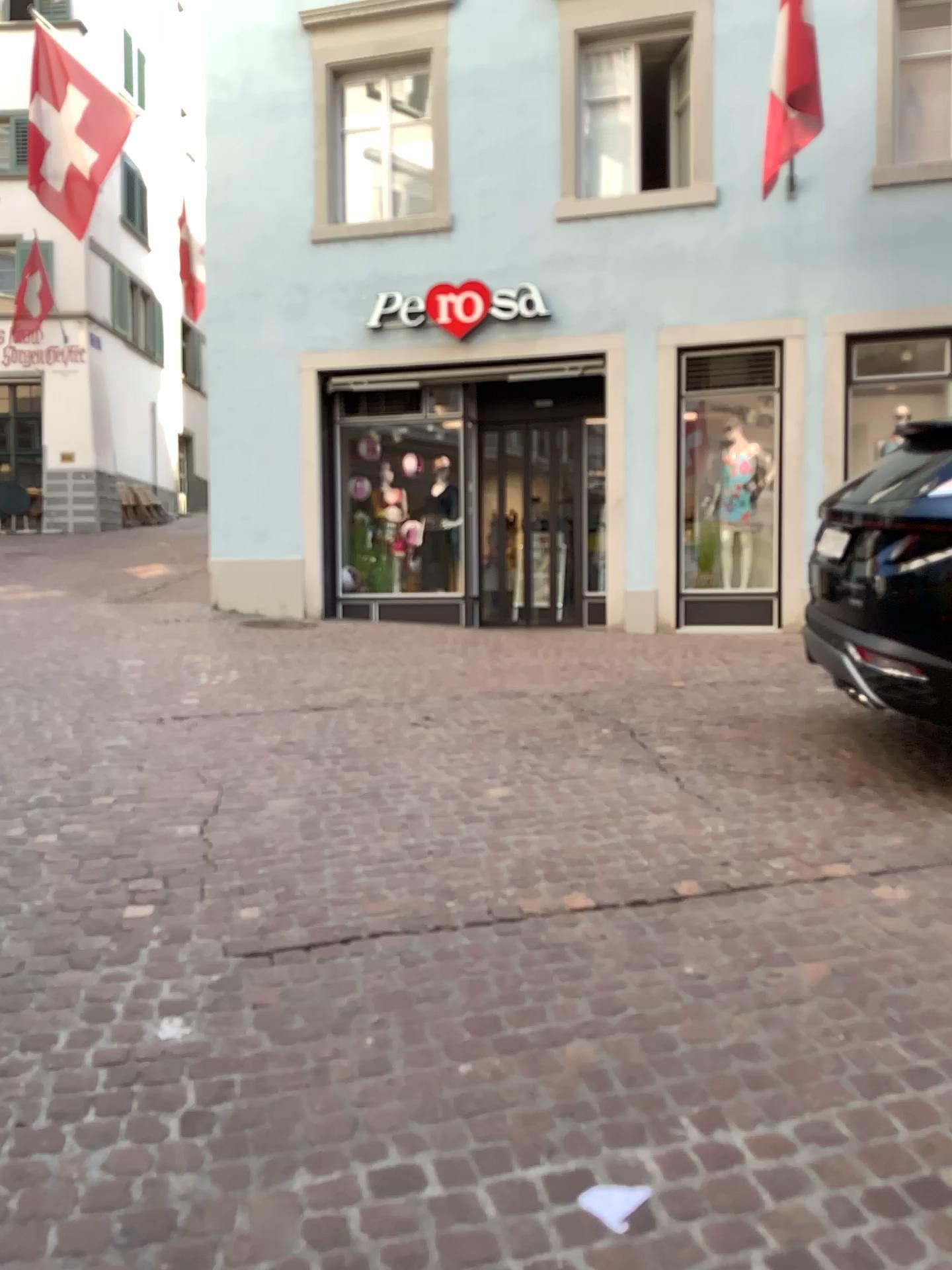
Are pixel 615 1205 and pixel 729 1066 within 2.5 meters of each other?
yes
